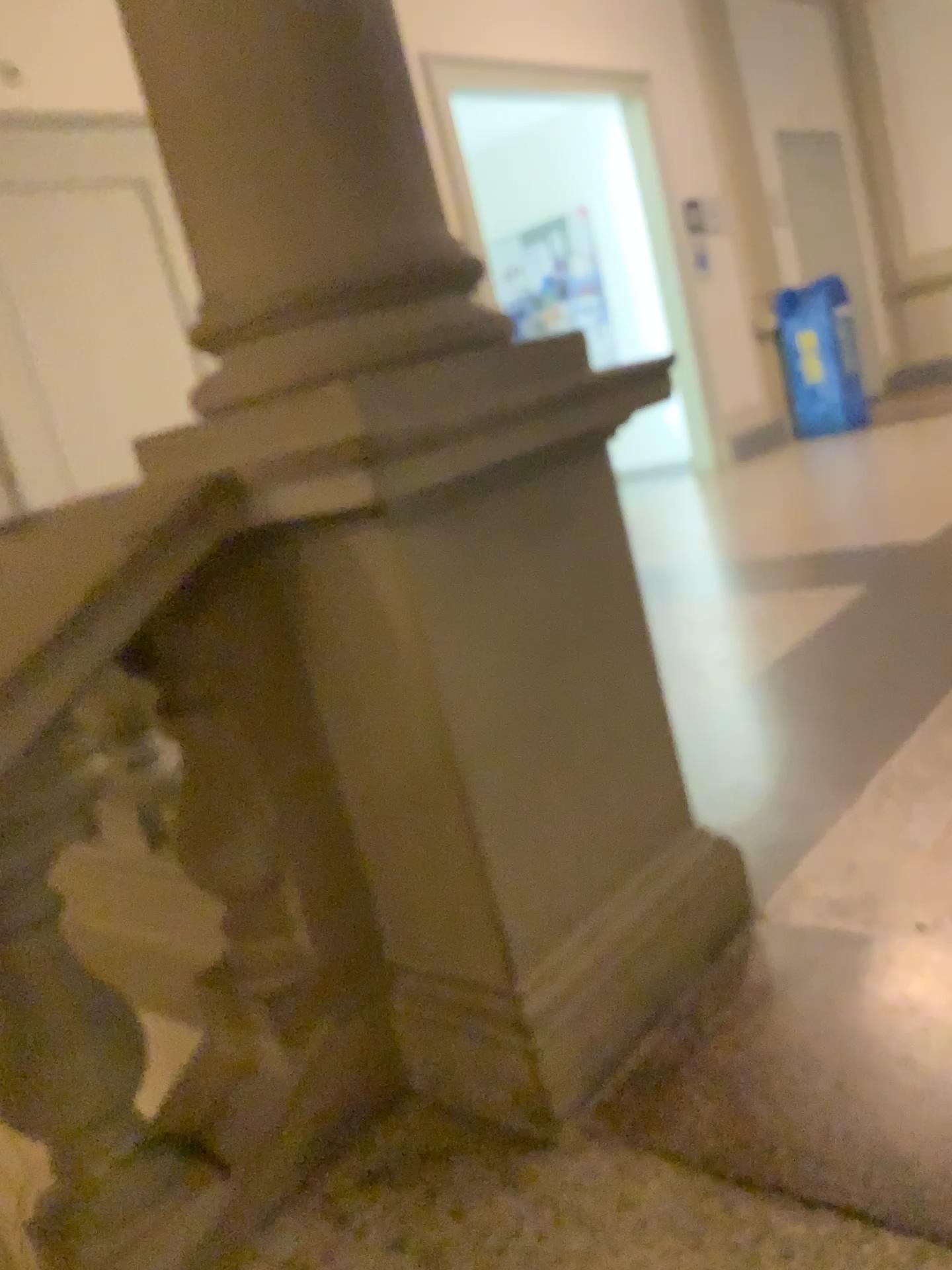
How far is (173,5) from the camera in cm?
131

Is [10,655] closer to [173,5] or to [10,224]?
[173,5]

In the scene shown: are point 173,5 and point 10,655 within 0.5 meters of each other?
no

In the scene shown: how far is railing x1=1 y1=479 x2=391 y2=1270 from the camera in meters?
1.2 m

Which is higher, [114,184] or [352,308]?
[114,184]

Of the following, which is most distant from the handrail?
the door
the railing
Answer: the door

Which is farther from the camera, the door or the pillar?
the door

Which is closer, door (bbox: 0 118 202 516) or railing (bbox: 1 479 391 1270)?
railing (bbox: 1 479 391 1270)

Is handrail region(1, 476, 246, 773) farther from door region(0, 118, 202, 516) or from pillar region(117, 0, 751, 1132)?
door region(0, 118, 202, 516)

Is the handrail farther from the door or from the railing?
the door
